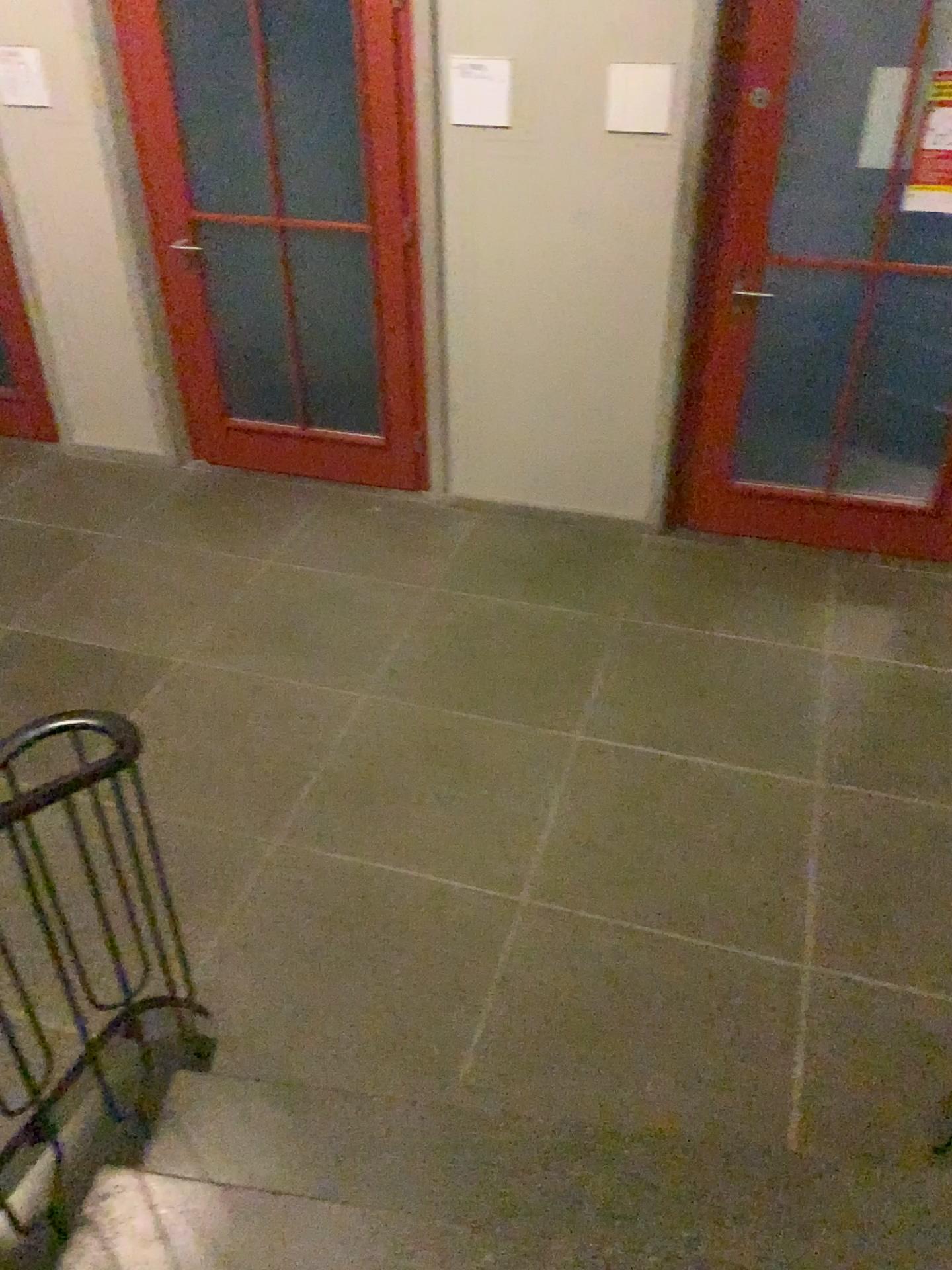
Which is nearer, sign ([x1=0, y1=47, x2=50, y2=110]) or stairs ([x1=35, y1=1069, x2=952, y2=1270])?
stairs ([x1=35, y1=1069, x2=952, y2=1270])

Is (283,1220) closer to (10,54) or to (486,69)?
(486,69)

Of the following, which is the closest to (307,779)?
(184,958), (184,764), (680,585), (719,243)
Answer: (184,764)

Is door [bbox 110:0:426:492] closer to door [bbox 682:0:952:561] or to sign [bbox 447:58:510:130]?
sign [bbox 447:58:510:130]

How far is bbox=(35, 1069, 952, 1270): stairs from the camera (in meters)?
1.84

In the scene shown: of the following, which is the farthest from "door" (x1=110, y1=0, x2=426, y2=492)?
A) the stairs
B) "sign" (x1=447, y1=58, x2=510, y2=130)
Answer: the stairs

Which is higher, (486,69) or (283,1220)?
(486,69)

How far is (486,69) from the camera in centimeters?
357cm

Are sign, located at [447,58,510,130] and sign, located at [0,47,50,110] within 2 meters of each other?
yes

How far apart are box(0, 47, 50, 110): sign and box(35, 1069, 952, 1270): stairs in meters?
3.6 m
